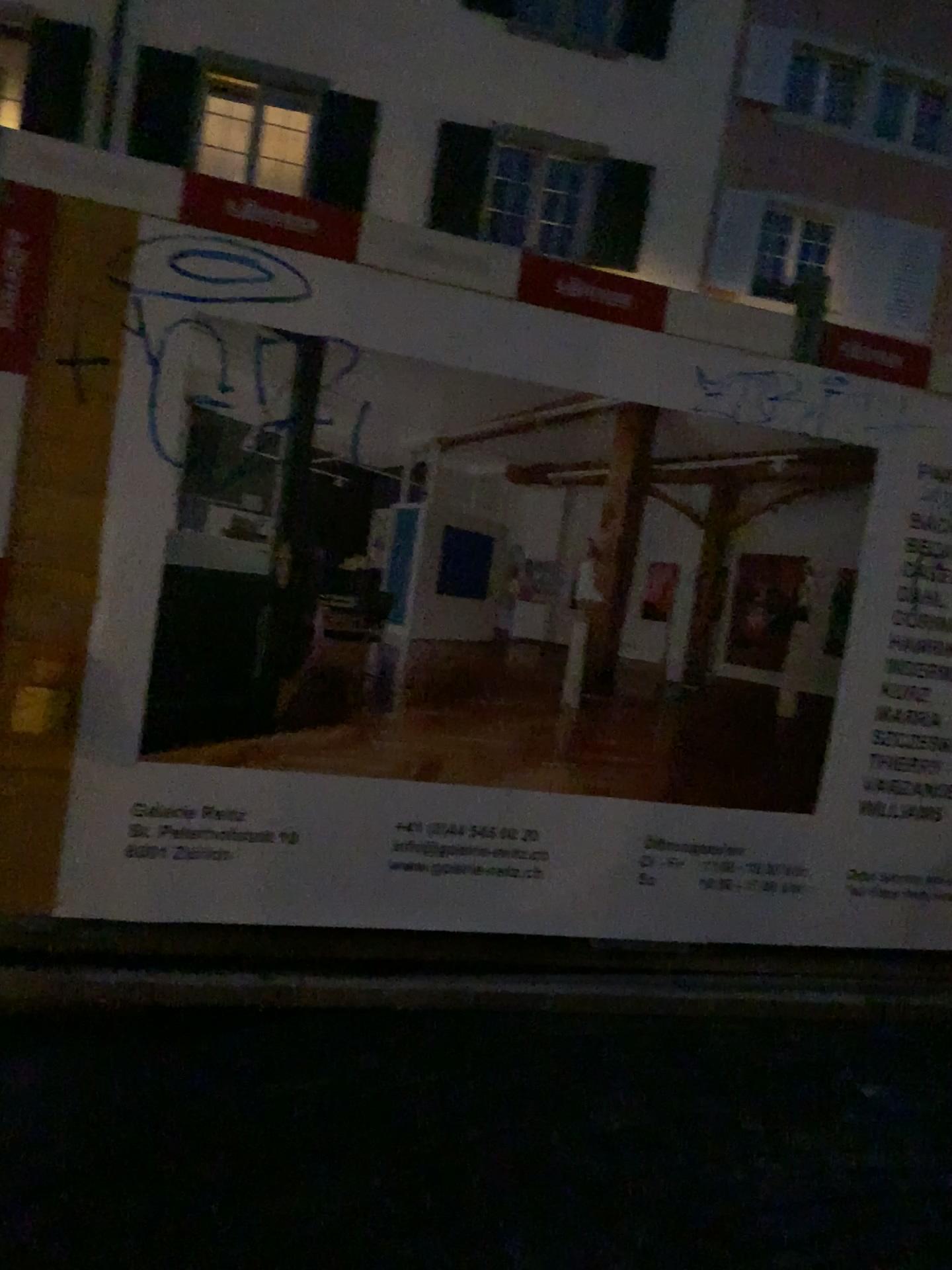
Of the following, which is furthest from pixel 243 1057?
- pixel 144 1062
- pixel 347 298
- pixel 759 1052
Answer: pixel 347 298
